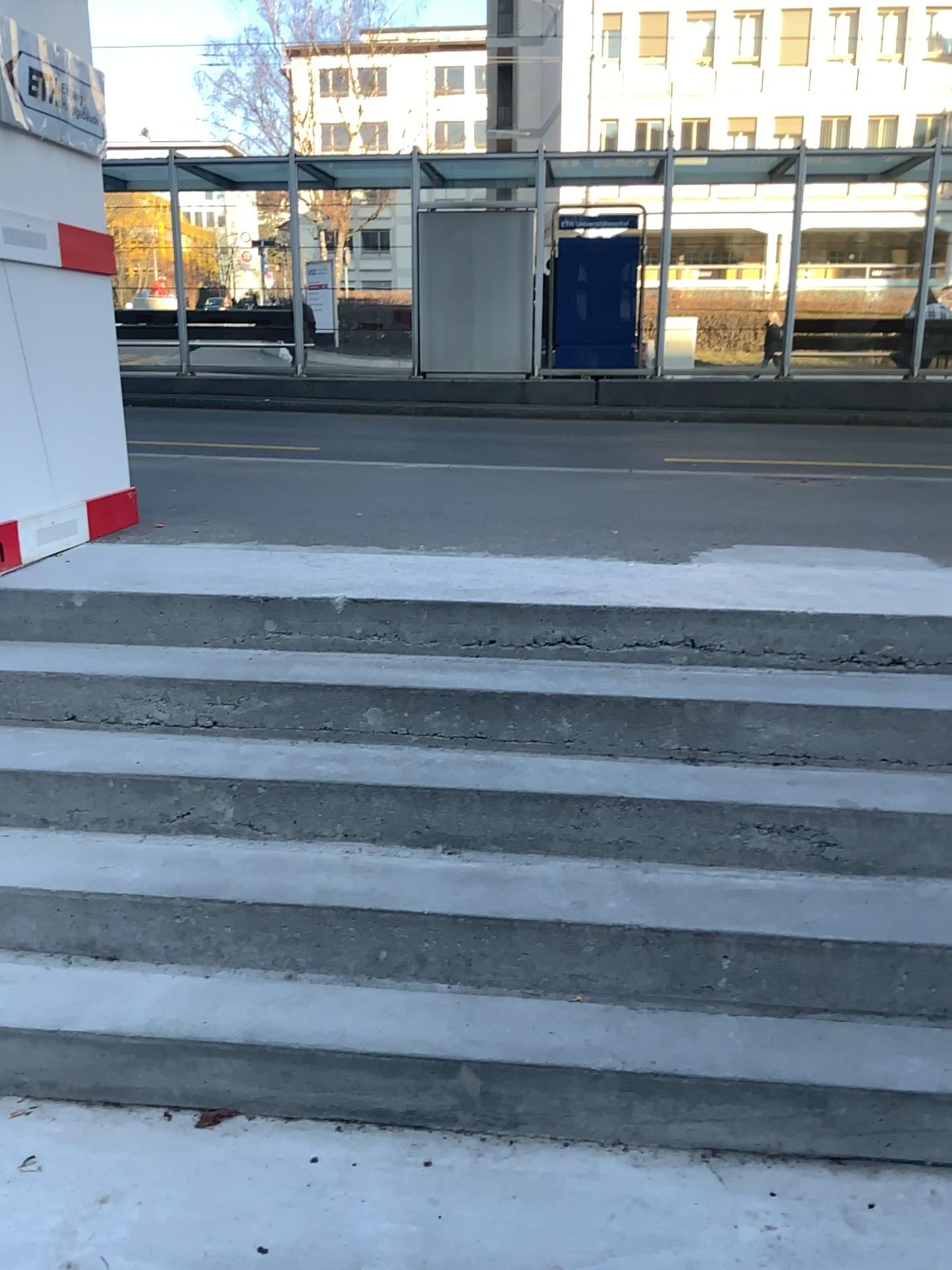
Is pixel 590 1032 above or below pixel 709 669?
below
